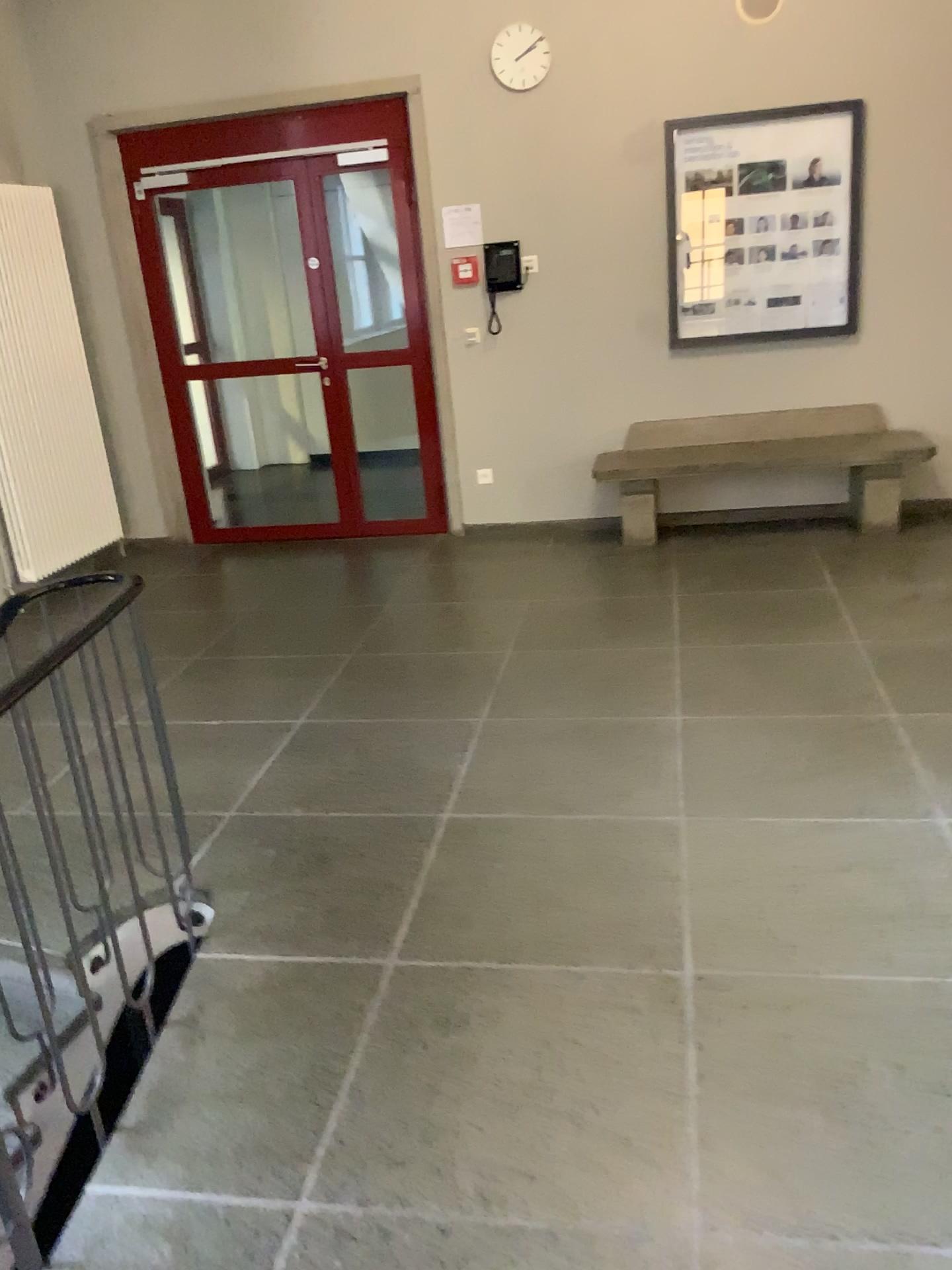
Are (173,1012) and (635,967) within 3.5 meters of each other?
yes
